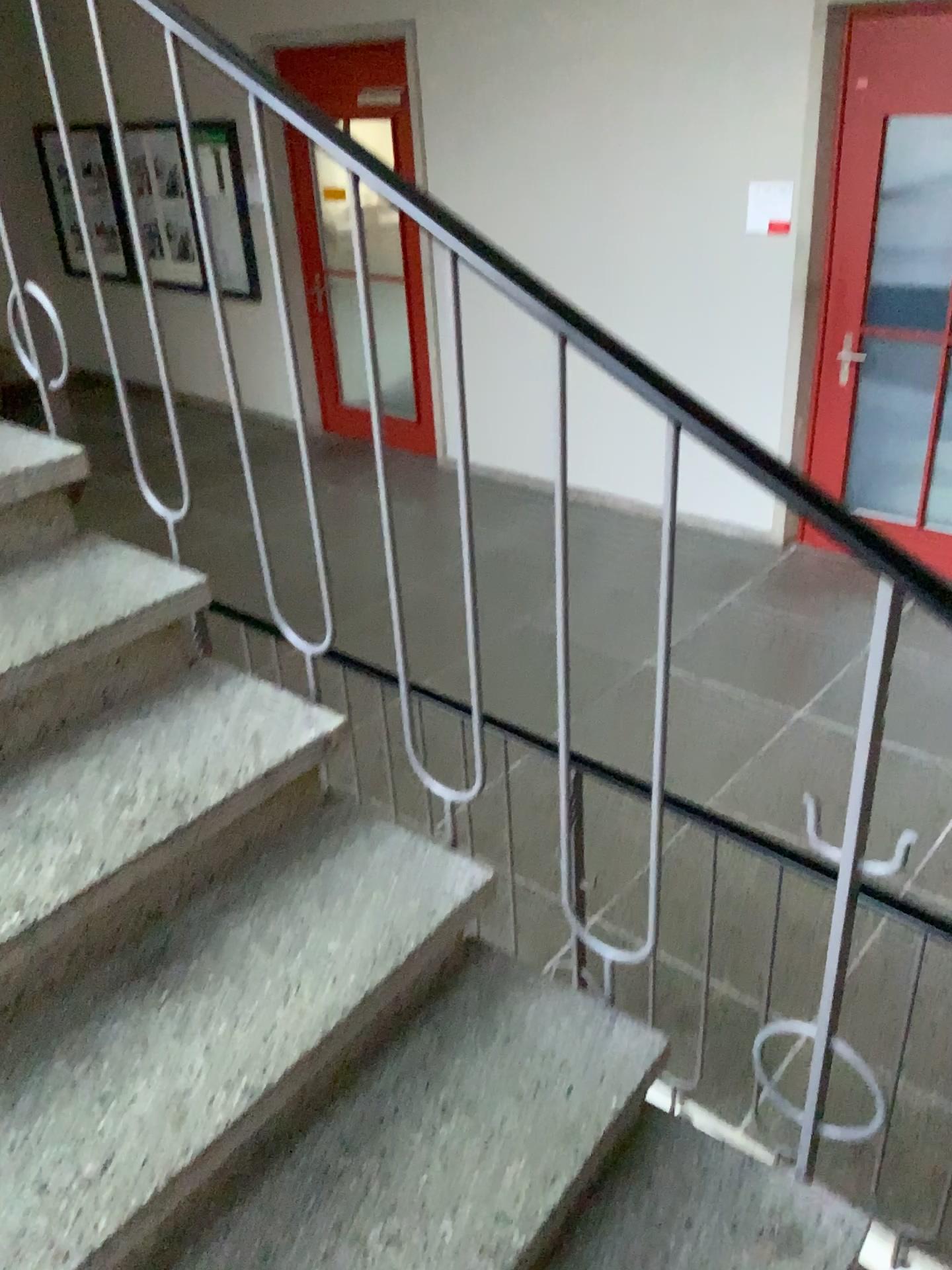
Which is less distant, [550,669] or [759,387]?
[550,669]
